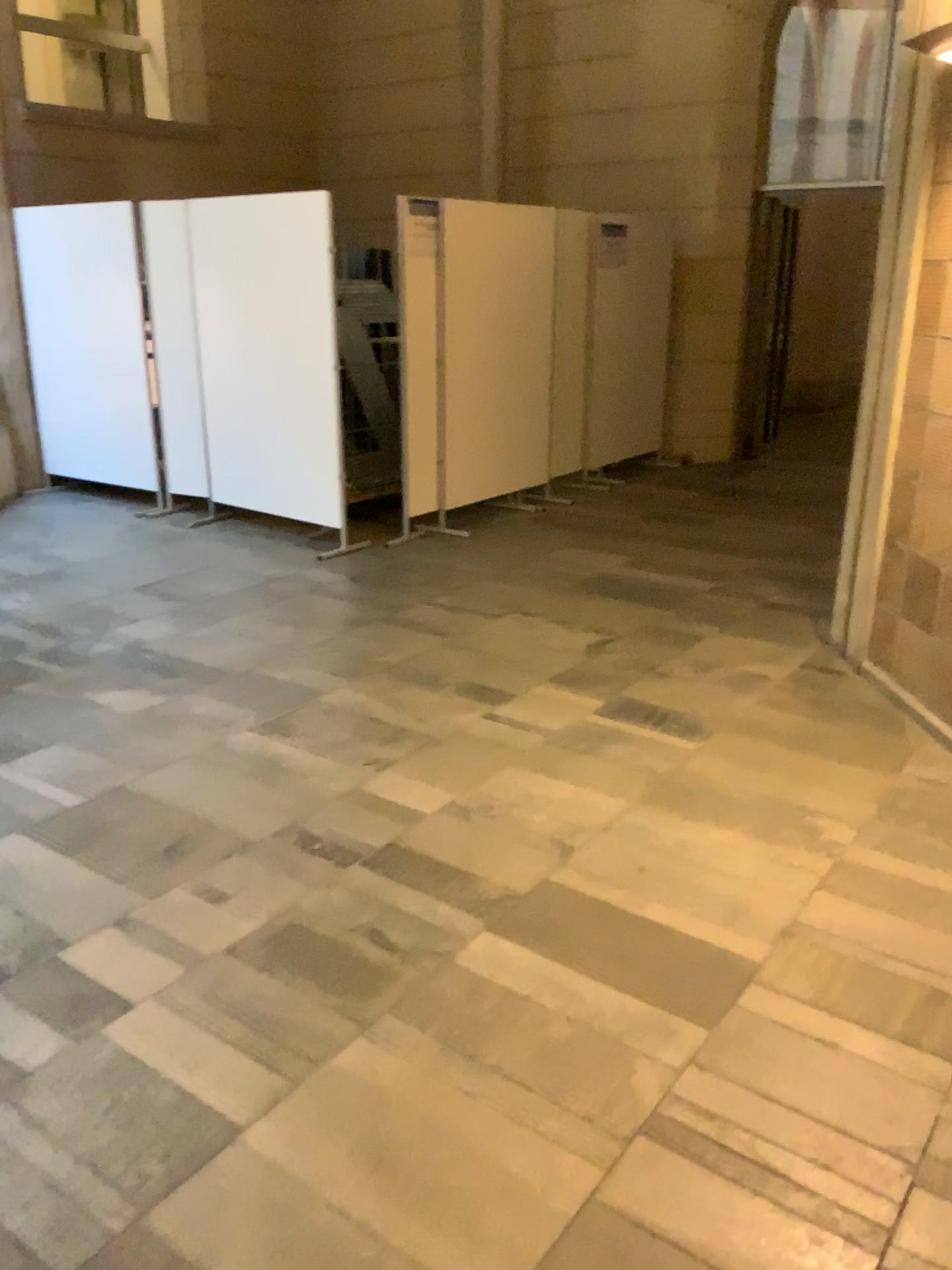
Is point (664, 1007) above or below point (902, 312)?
below
